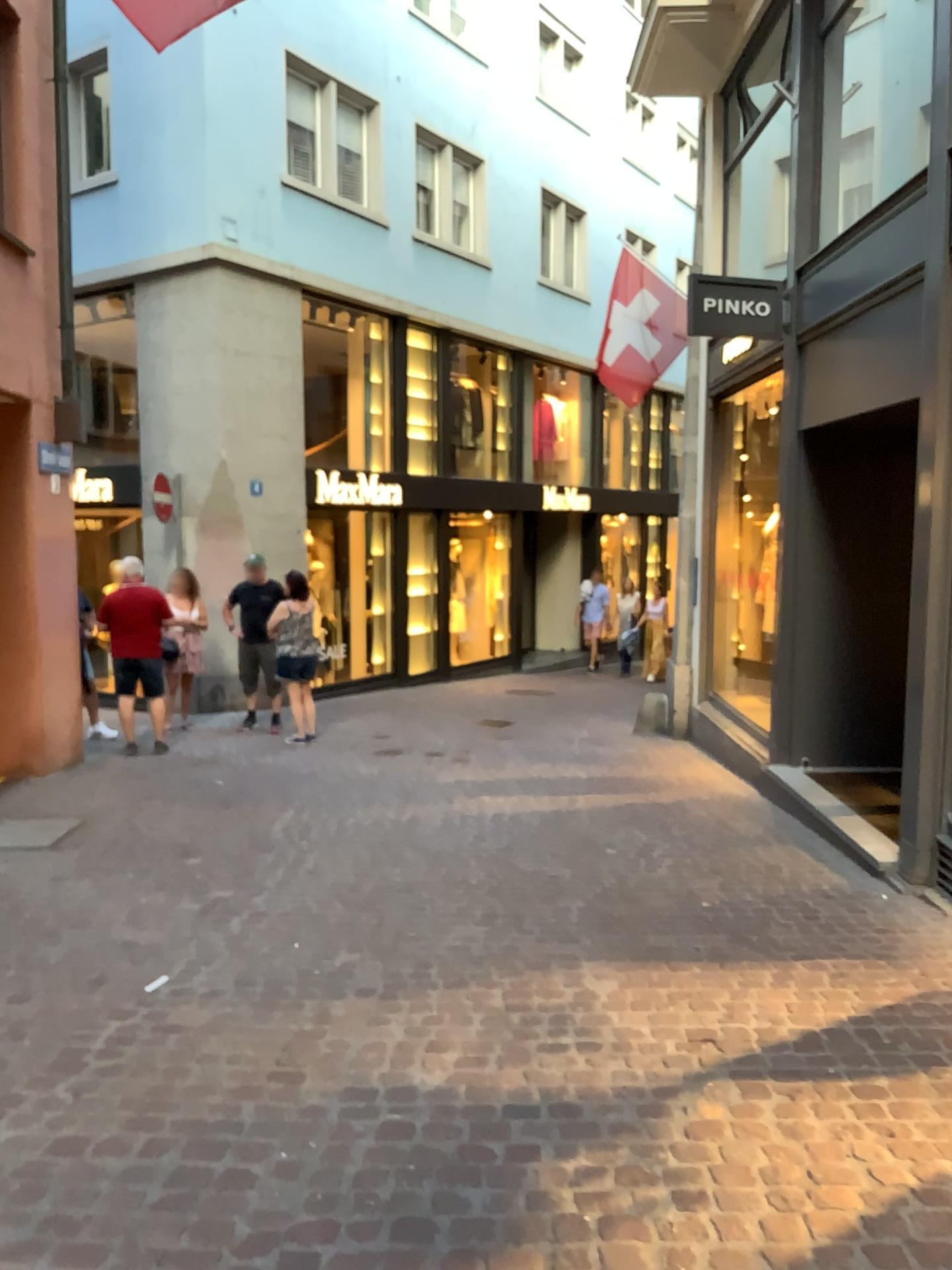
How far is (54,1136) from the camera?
2.65m
